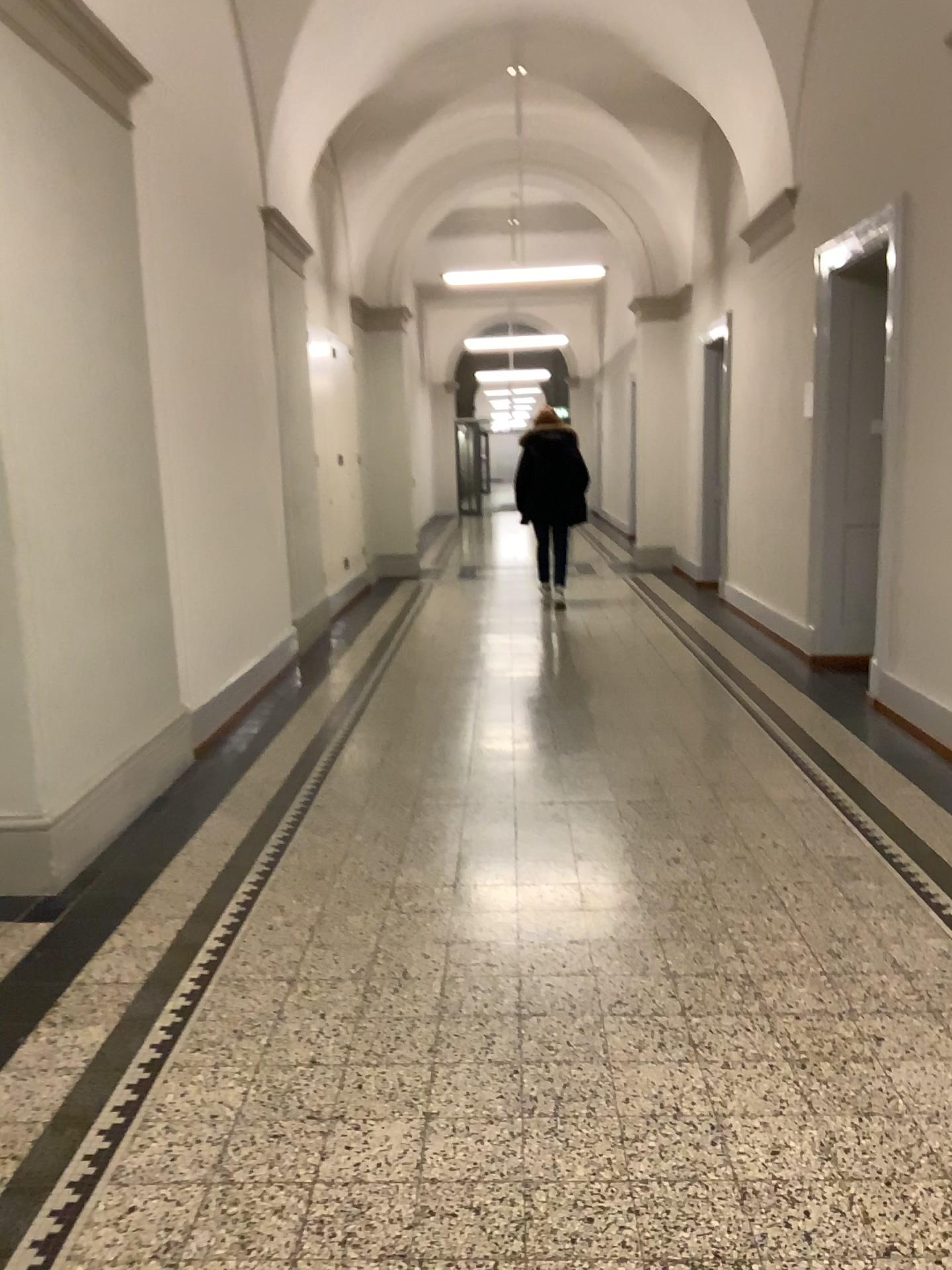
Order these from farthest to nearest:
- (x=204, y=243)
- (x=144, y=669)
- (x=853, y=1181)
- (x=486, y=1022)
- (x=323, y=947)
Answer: (x=204, y=243), (x=144, y=669), (x=323, y=947), (x=486, y=1022), (x=853, y=1181)
